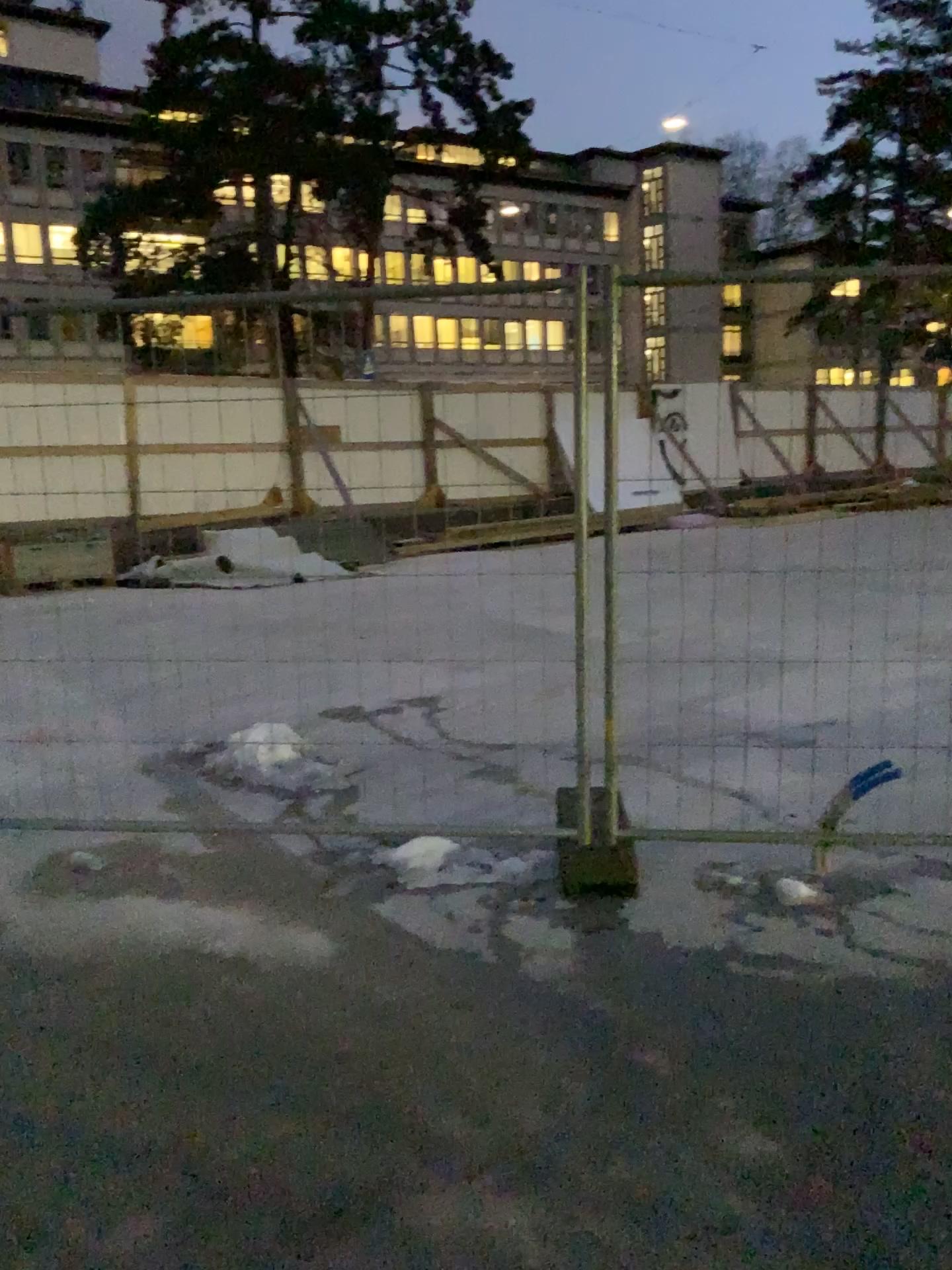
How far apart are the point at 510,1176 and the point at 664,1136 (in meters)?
0.35
